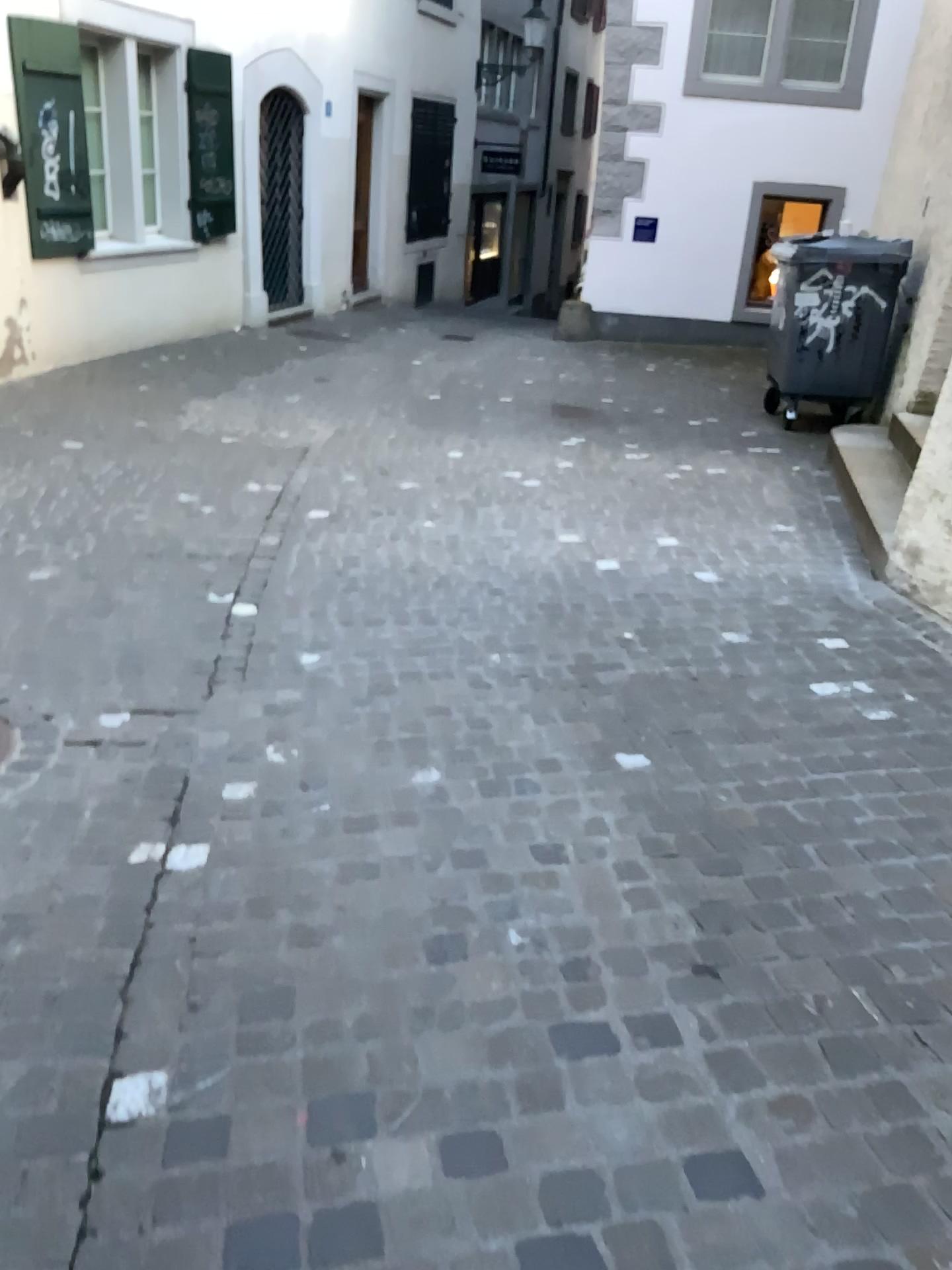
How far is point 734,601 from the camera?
4.3 meters
